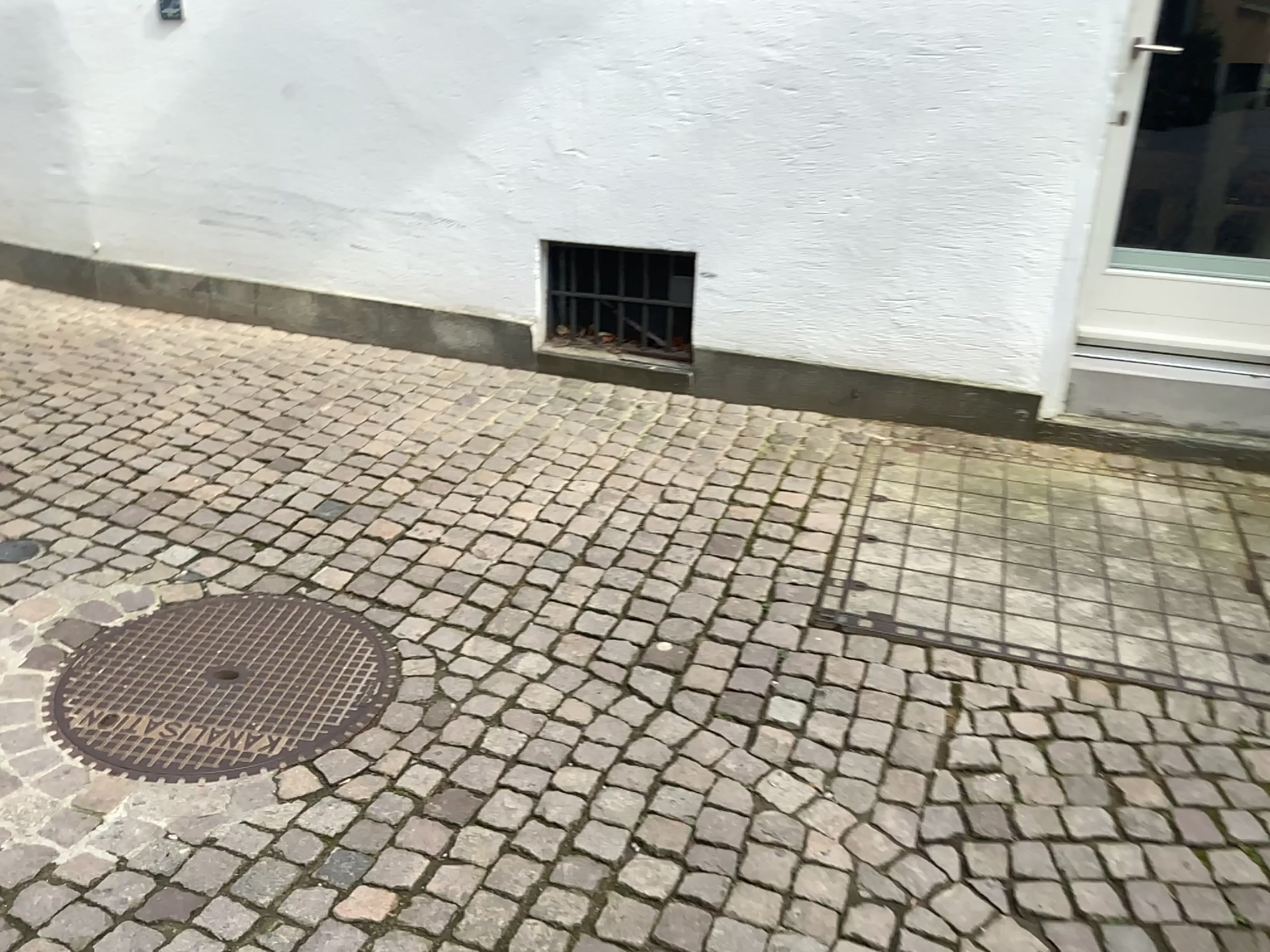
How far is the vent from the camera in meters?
3.9

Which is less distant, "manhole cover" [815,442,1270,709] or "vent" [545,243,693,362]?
"manhole cover" [815,442,1270,709]

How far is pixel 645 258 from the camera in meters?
3.9

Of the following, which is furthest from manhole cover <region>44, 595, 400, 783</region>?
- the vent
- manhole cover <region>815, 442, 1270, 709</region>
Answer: → the vent

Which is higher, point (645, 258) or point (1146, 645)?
point (645, 258)

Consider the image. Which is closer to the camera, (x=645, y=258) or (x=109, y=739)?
(x=109, y=739)

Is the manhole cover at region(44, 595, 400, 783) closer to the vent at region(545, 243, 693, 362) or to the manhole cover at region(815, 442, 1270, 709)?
the manhole cover at region(815, 442, 1270, 709)

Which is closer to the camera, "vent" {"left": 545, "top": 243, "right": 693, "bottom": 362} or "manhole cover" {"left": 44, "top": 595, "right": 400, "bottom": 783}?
"manhole cover" {"left": 44, "top": 595, "right": 400, "bottom": 783}

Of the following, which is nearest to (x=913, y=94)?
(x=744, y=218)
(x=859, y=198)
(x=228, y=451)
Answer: (x=859, y=198)
